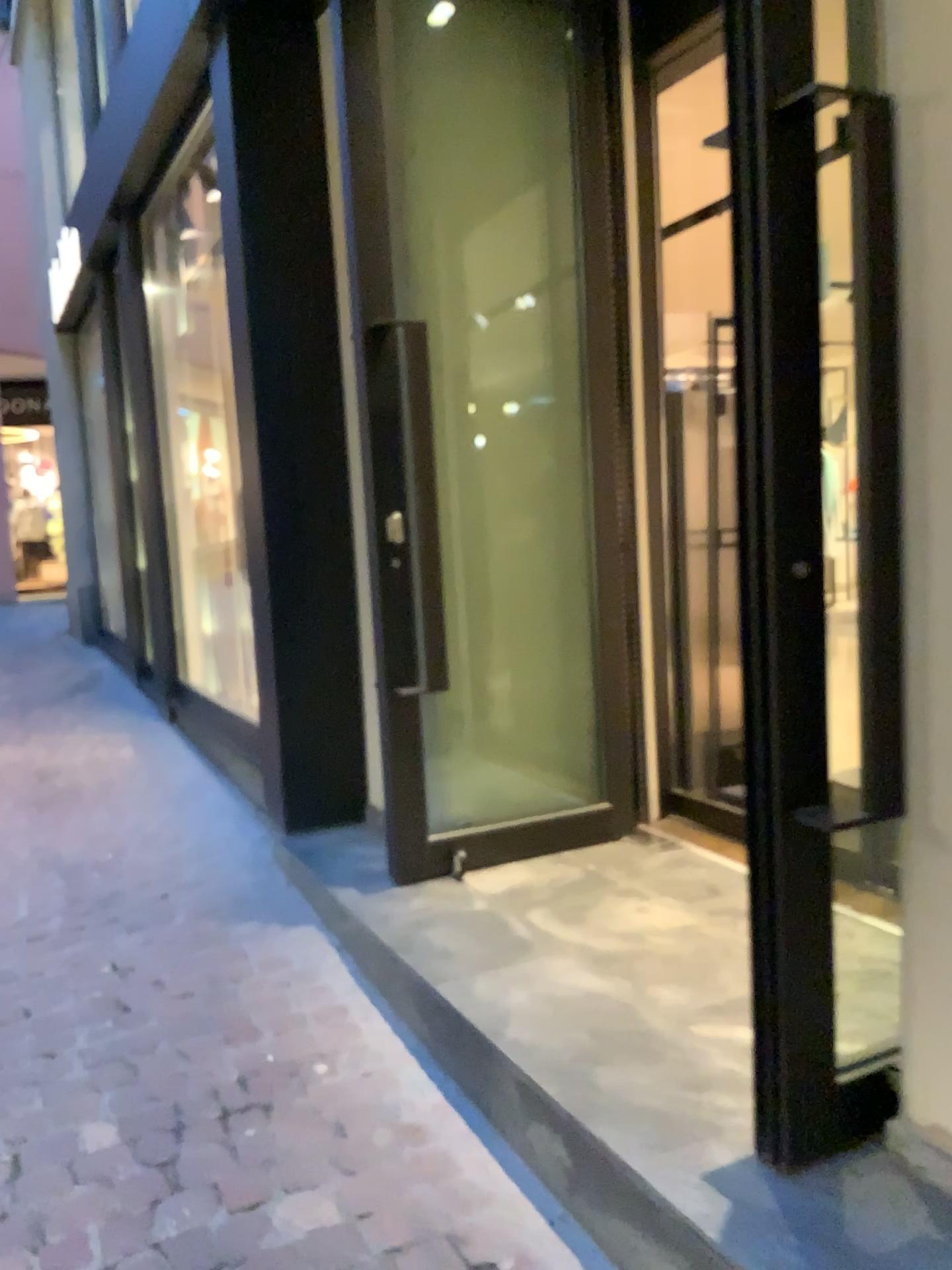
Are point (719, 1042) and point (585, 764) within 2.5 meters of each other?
yes

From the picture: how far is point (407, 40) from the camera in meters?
3.0

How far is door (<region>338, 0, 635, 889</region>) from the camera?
3.0 meters
